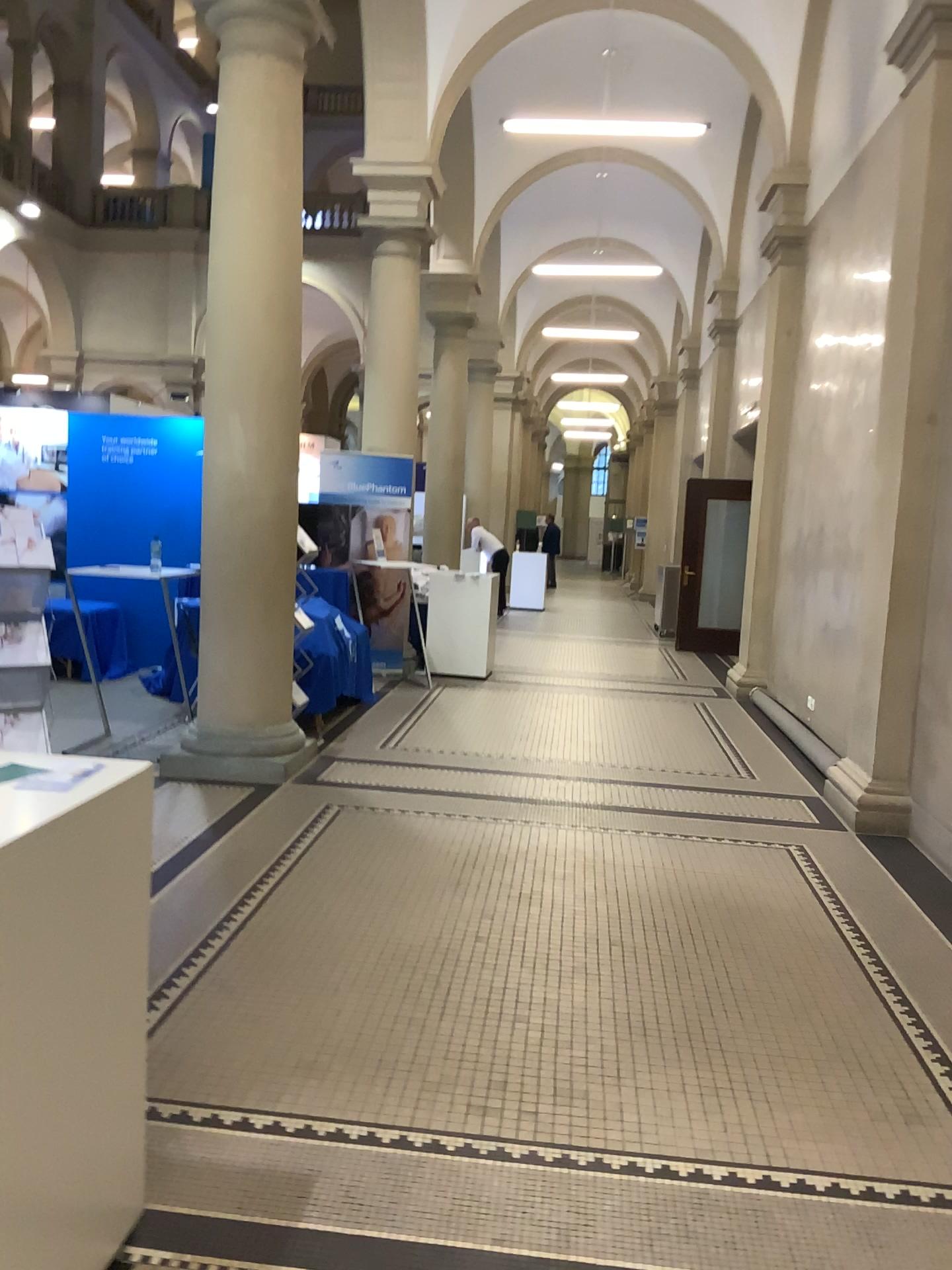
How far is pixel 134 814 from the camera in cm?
202
